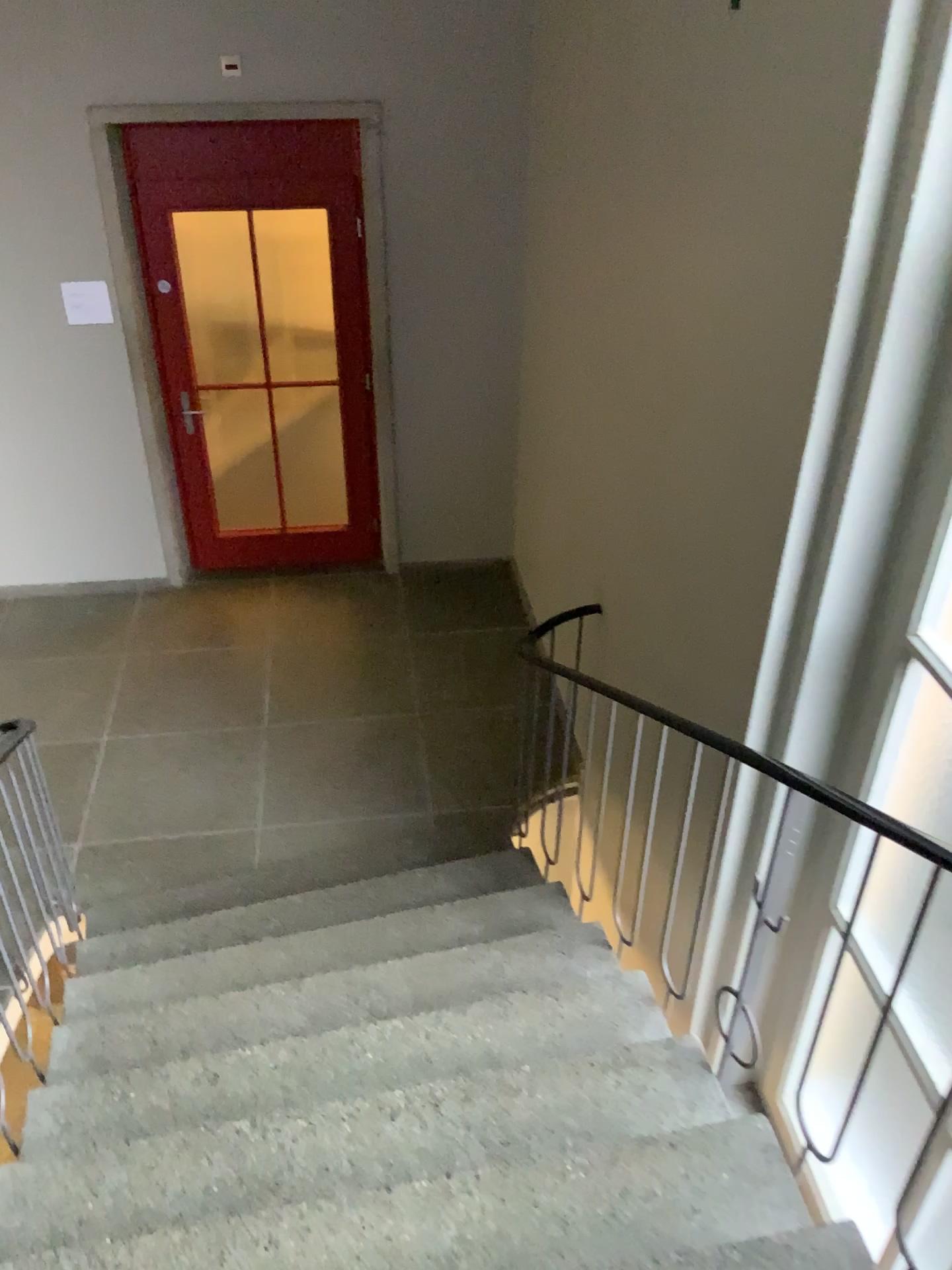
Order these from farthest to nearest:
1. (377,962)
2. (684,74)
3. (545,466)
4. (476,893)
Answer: (545,466)
(476,893)
(377,962)
(684,74)
